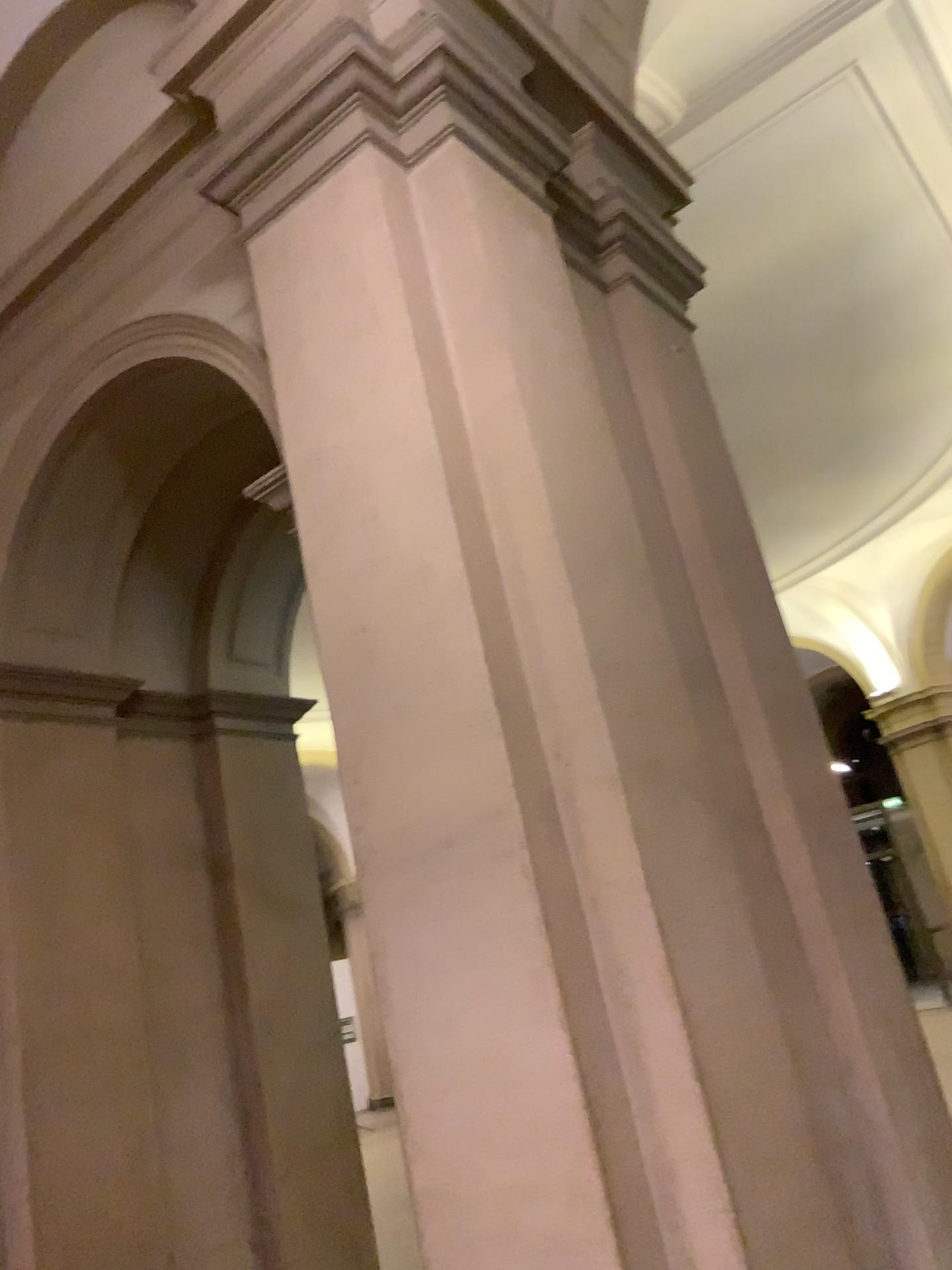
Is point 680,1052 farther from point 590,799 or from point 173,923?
point 173,923
